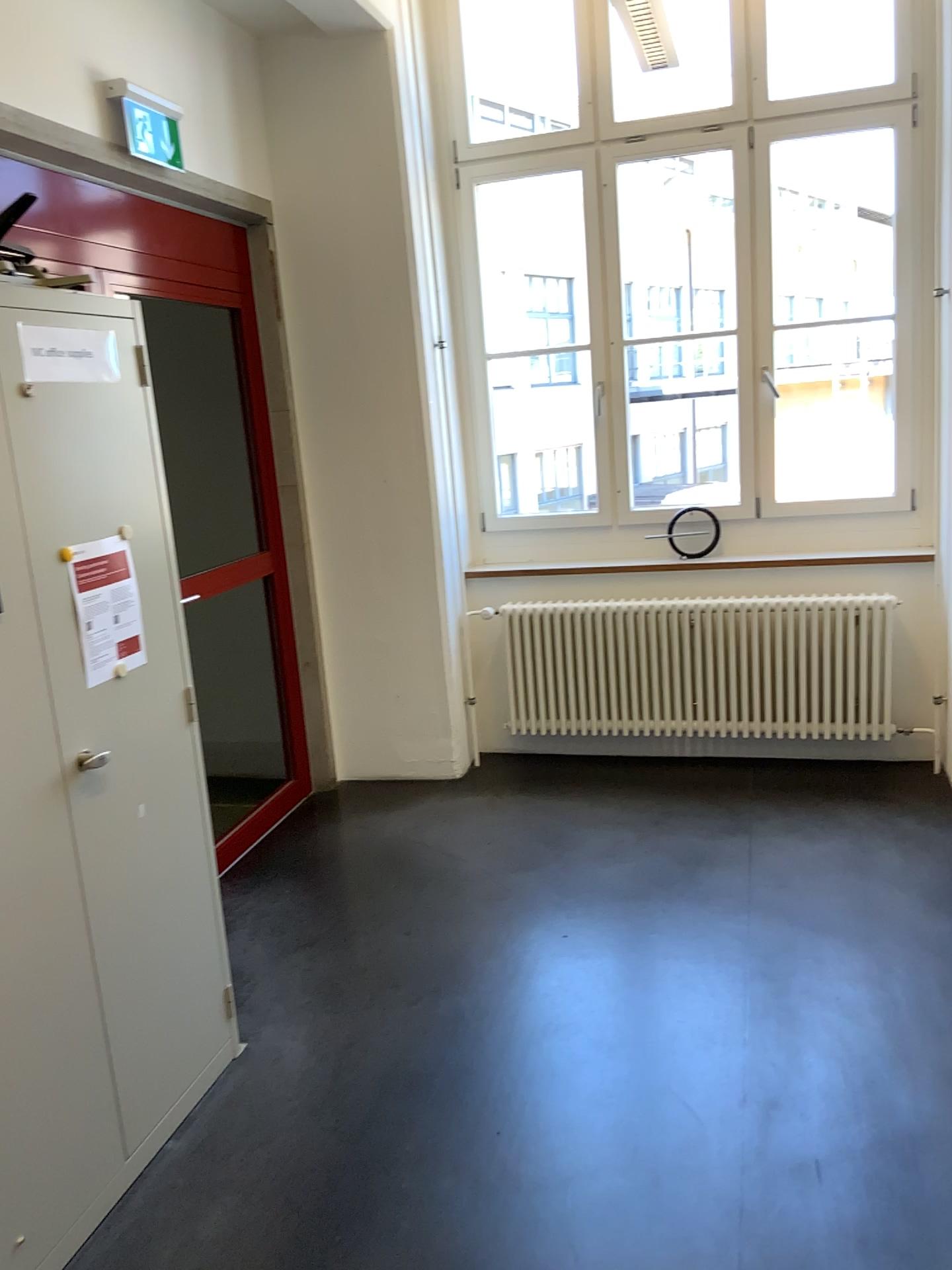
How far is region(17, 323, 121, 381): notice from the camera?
2.1m

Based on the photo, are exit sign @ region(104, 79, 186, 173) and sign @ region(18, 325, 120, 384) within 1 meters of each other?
no

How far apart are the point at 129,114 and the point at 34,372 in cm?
157

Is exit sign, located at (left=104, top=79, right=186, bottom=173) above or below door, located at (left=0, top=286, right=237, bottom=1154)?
above

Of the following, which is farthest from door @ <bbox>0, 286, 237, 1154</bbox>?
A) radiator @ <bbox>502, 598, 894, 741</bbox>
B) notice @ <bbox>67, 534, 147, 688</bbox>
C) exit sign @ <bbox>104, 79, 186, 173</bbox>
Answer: radiator @ <bbox>502, 598, 894, 741</bbox>

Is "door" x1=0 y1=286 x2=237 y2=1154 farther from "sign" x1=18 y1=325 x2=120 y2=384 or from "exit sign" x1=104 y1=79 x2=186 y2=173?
"exit sign" x1=104 y1=79 x2=186 y2=173

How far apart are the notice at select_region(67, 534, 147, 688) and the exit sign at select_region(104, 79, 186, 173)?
1.6 meters

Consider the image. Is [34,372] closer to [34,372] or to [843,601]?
[34,372]

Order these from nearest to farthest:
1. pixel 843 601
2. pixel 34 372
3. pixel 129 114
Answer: pixel 34 372
pixel 129 114
pixel 843 601

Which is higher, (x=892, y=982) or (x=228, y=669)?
(x=228, y=669)
